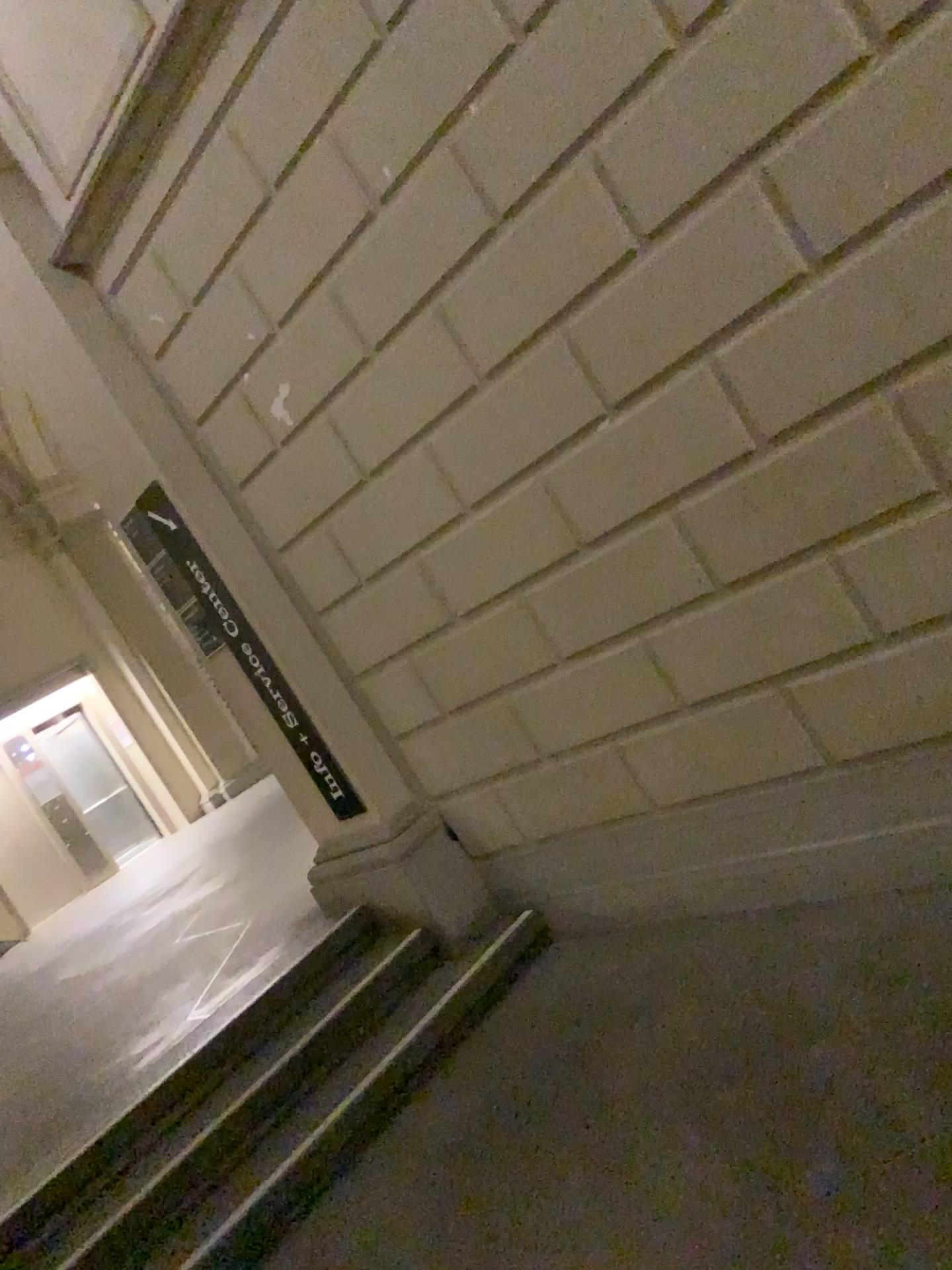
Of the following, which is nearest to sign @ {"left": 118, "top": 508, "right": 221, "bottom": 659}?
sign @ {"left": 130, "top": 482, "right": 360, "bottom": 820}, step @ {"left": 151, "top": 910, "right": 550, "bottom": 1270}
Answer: sign @ {"left": 130, "top": 482, "right": 360, "bottom": 820}

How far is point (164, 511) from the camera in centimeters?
405cm

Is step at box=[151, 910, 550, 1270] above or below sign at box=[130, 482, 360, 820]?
below

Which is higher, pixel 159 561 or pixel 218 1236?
pixel 159 561

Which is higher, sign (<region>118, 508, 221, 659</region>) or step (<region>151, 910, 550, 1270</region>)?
sign (<region>118, 508, 221, 659</region>)

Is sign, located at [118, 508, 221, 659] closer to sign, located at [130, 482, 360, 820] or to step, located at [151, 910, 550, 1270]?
sign, located at [130, 482, 360, 820]

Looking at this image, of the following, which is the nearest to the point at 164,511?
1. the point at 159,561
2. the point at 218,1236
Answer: the point at 159,561

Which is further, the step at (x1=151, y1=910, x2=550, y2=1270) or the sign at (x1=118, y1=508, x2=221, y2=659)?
the sign at (x1=118, y1=508, x2=221, y2=659)

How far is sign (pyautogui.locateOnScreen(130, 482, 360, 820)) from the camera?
4.0m

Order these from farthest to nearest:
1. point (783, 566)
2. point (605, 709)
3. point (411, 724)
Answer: point (411, 724)
point (605, 709)
point (783, 566)
